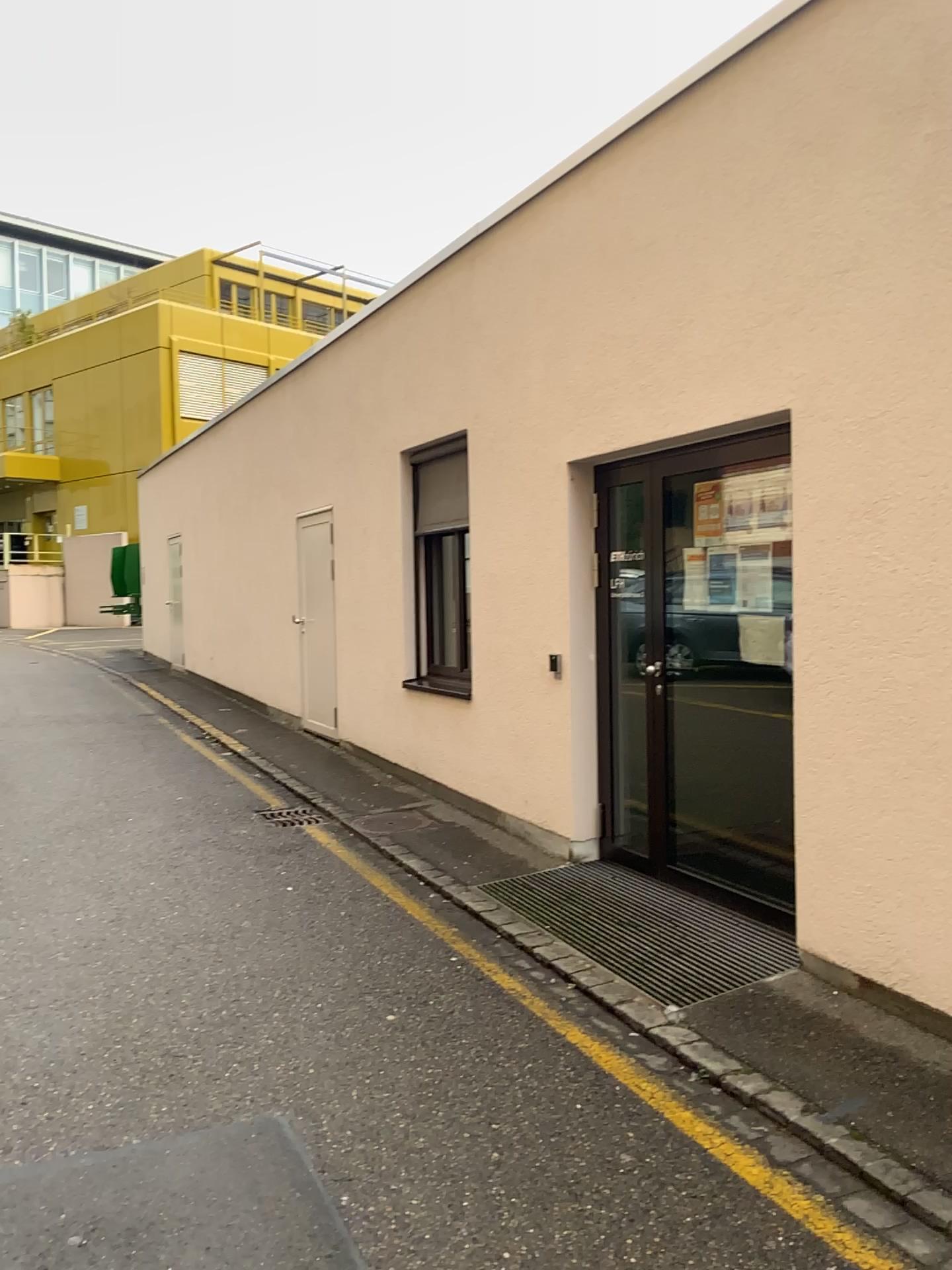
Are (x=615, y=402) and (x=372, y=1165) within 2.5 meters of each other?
no
